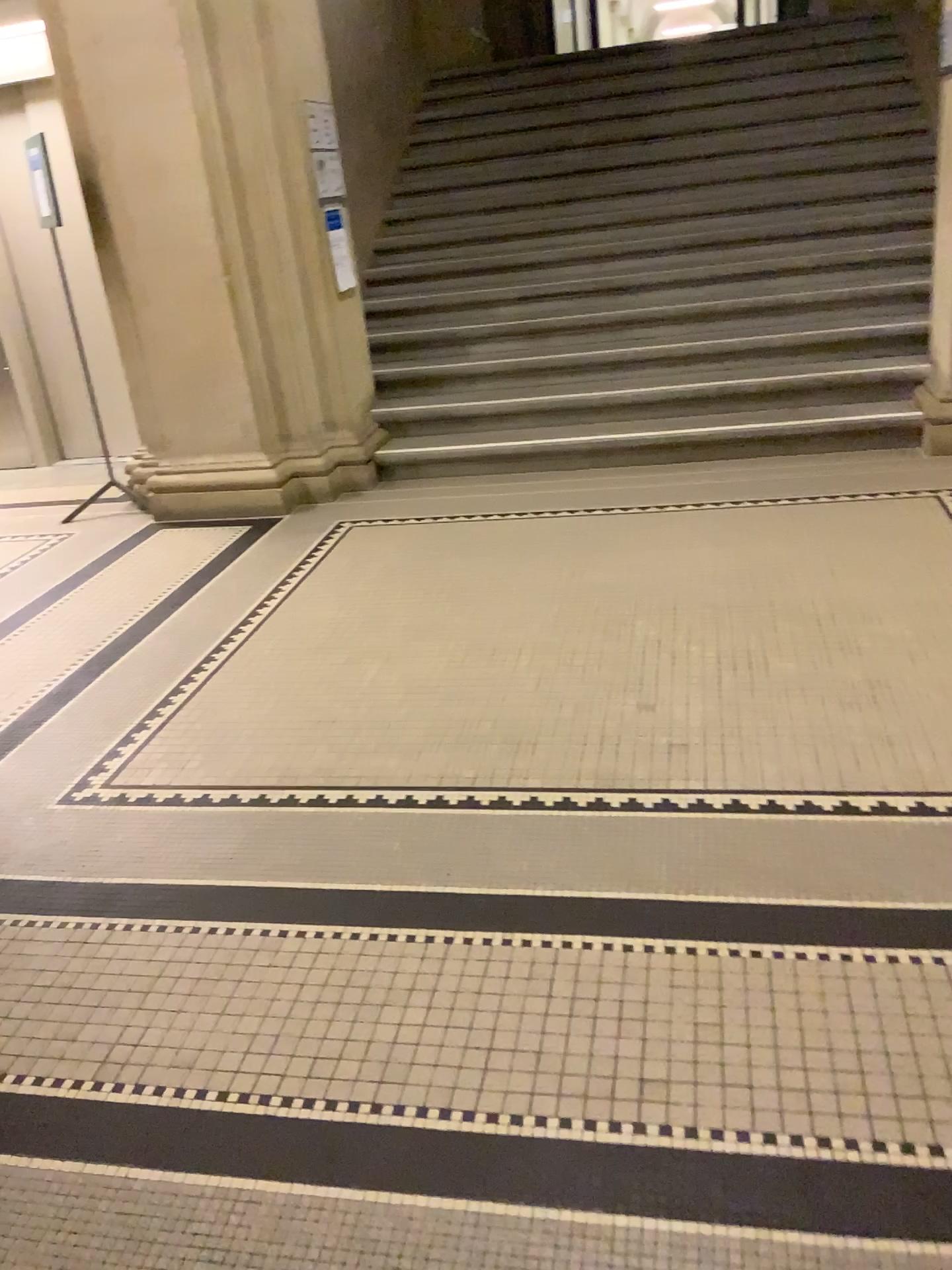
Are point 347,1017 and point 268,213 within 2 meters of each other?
no
